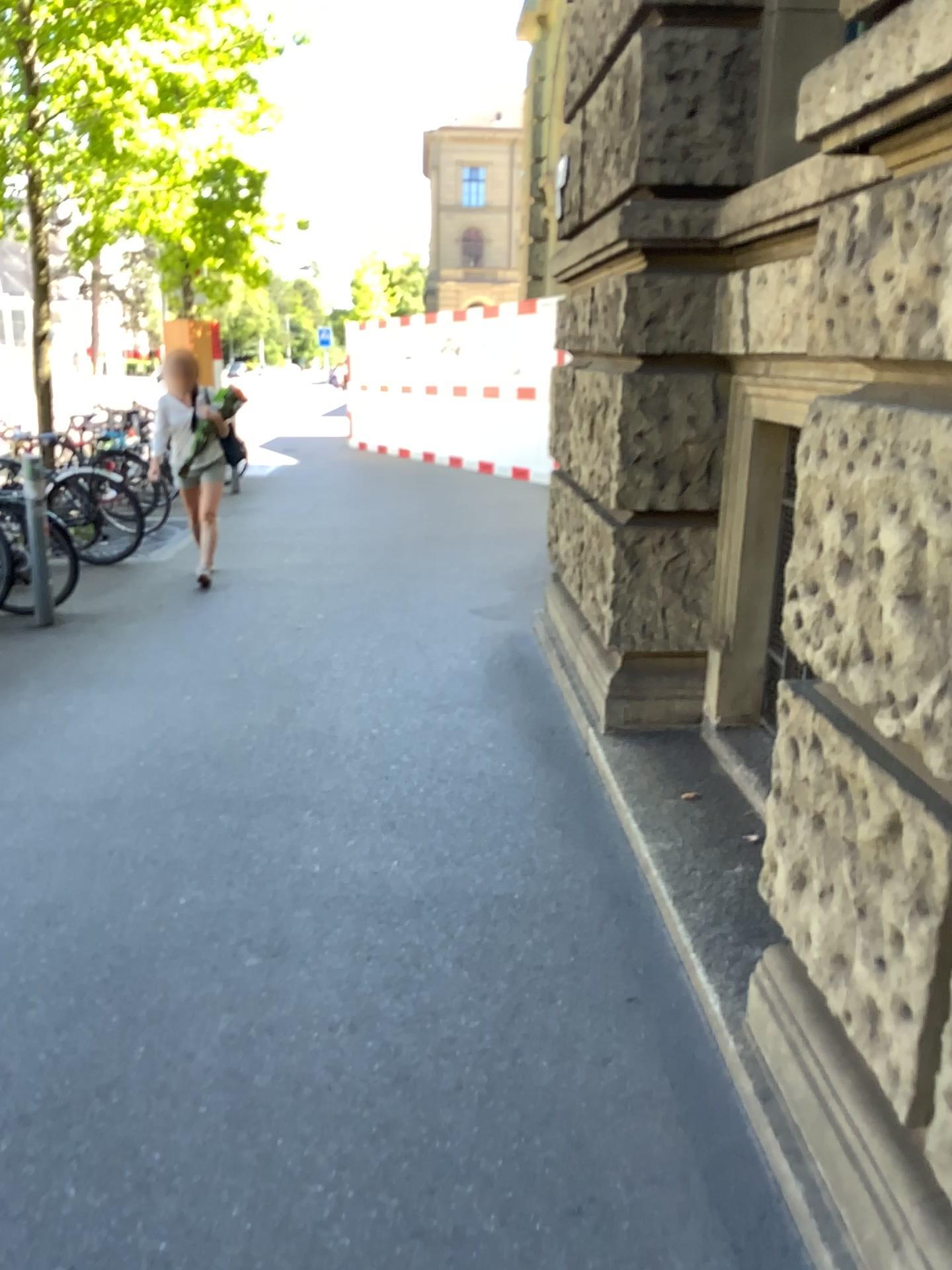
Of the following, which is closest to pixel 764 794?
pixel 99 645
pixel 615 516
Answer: pixel 615 516
